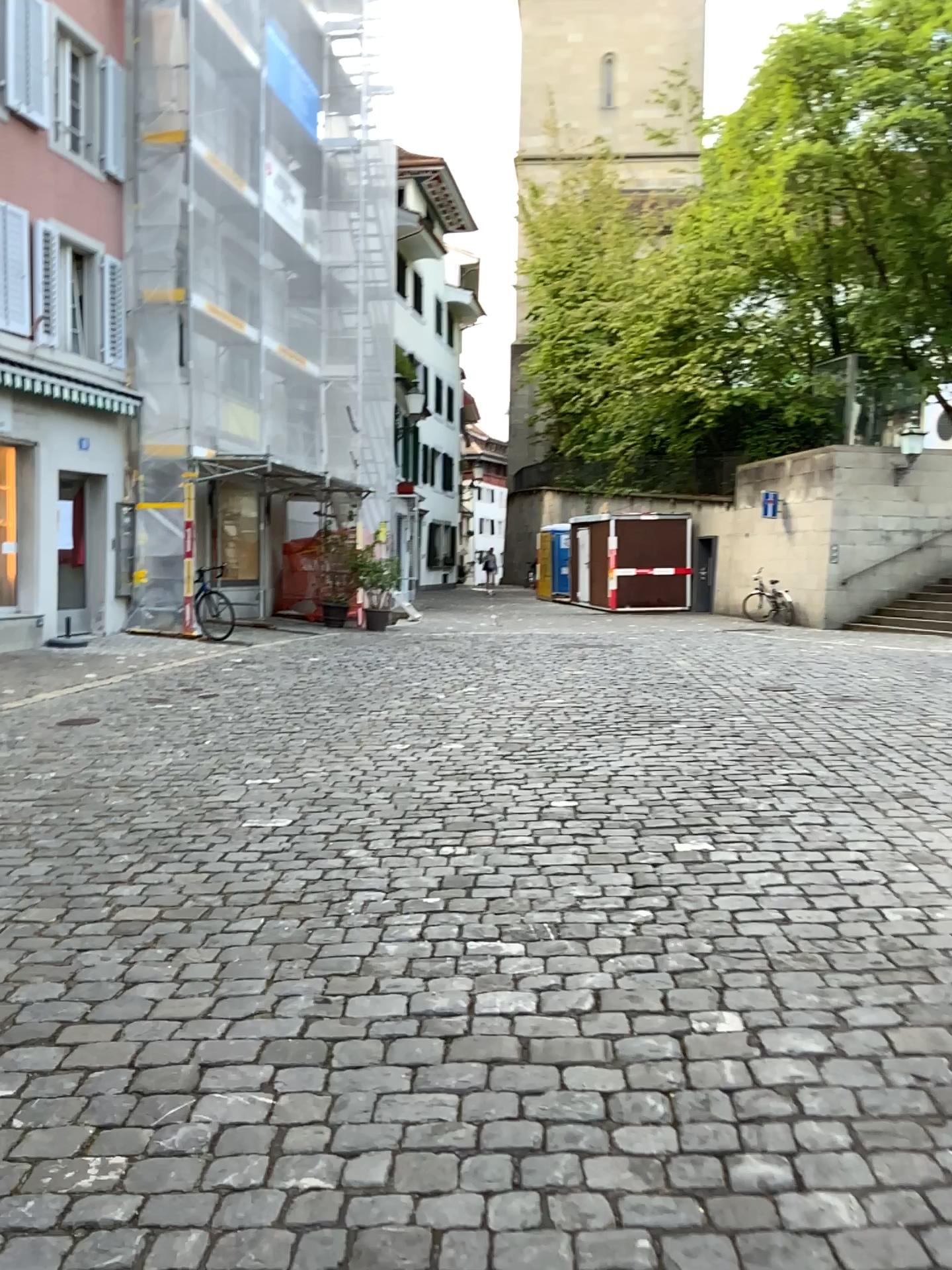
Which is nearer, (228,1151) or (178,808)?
(228,1151)
